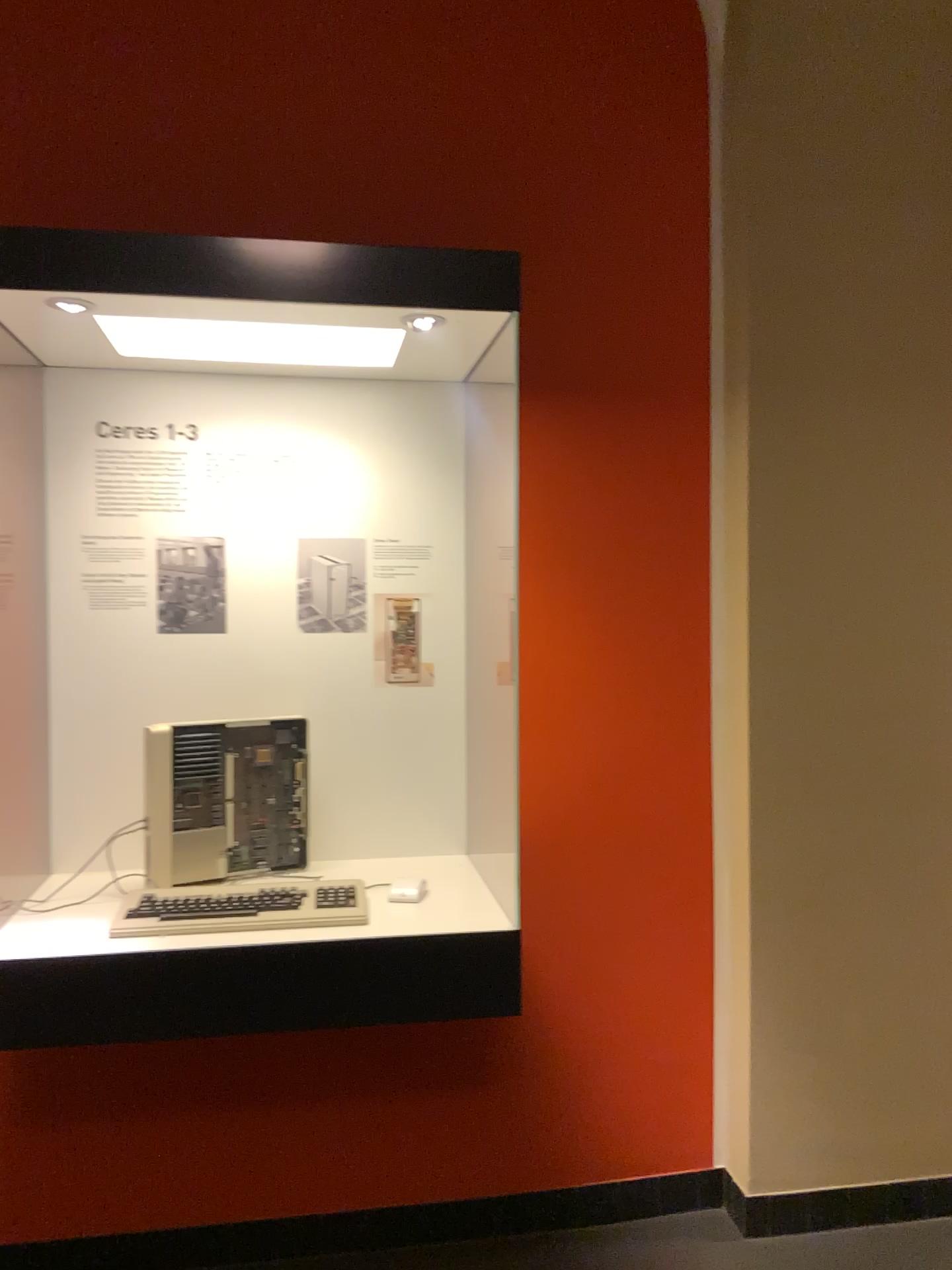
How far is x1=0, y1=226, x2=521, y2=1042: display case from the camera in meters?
1.7

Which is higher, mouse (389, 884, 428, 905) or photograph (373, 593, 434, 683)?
photograph (373, 593, 434, 683)

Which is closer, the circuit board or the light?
the circuit board

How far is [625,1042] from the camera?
2.51m

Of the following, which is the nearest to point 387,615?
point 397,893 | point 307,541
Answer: point 307,541

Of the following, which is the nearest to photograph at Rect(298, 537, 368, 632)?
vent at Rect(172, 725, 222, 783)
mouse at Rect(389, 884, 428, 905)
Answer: vent at Rect(172, 725, 222, 783)

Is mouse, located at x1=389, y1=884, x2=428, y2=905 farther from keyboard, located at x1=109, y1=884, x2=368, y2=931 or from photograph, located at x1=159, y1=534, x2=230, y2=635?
photograph, located at x1=159, y1=534, x2=230, y2=635

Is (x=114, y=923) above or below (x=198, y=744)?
below

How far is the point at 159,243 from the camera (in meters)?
1.75

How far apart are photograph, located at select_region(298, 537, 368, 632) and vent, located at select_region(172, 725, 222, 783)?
0.3m
